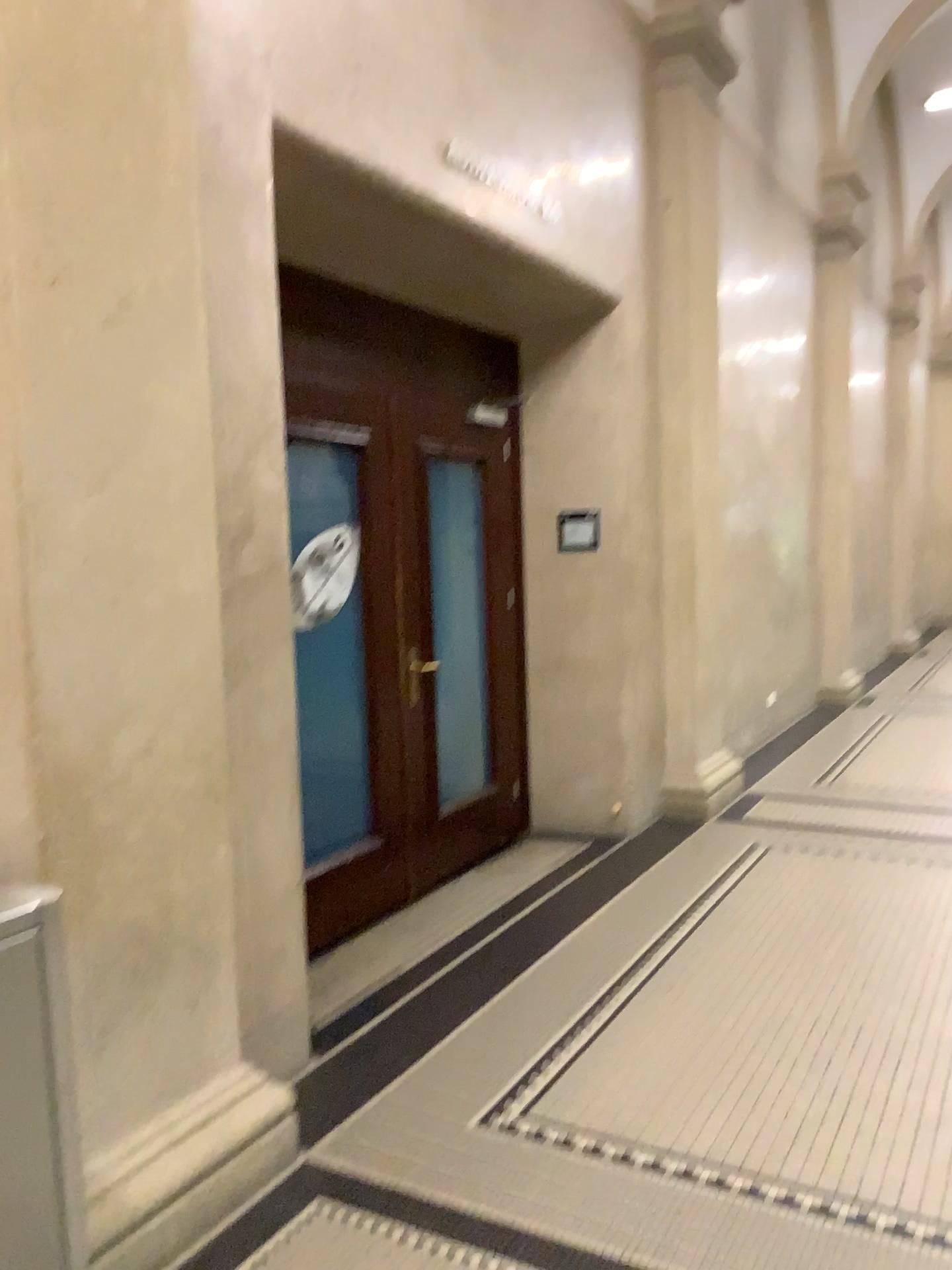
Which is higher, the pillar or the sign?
the sign

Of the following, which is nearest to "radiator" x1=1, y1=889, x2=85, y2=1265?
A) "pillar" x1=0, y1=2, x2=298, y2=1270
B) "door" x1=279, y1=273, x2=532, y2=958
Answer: "pillar" x1=0, y1=2, x2=298, y2=1270

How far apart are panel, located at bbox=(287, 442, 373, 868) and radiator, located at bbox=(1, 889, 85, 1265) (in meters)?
2.35

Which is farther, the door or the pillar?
the door

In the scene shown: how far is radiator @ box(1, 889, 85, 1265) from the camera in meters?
1.6

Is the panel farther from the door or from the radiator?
the radiator

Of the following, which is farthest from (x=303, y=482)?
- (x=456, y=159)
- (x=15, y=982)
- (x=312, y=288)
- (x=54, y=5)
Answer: (x=15, y=982)

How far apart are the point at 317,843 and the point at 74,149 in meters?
2.7 m

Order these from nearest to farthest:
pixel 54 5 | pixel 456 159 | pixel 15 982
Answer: pixel 15 982 < pixel 54 5 < pixel 456 159

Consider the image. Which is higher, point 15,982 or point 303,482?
point 303,482
